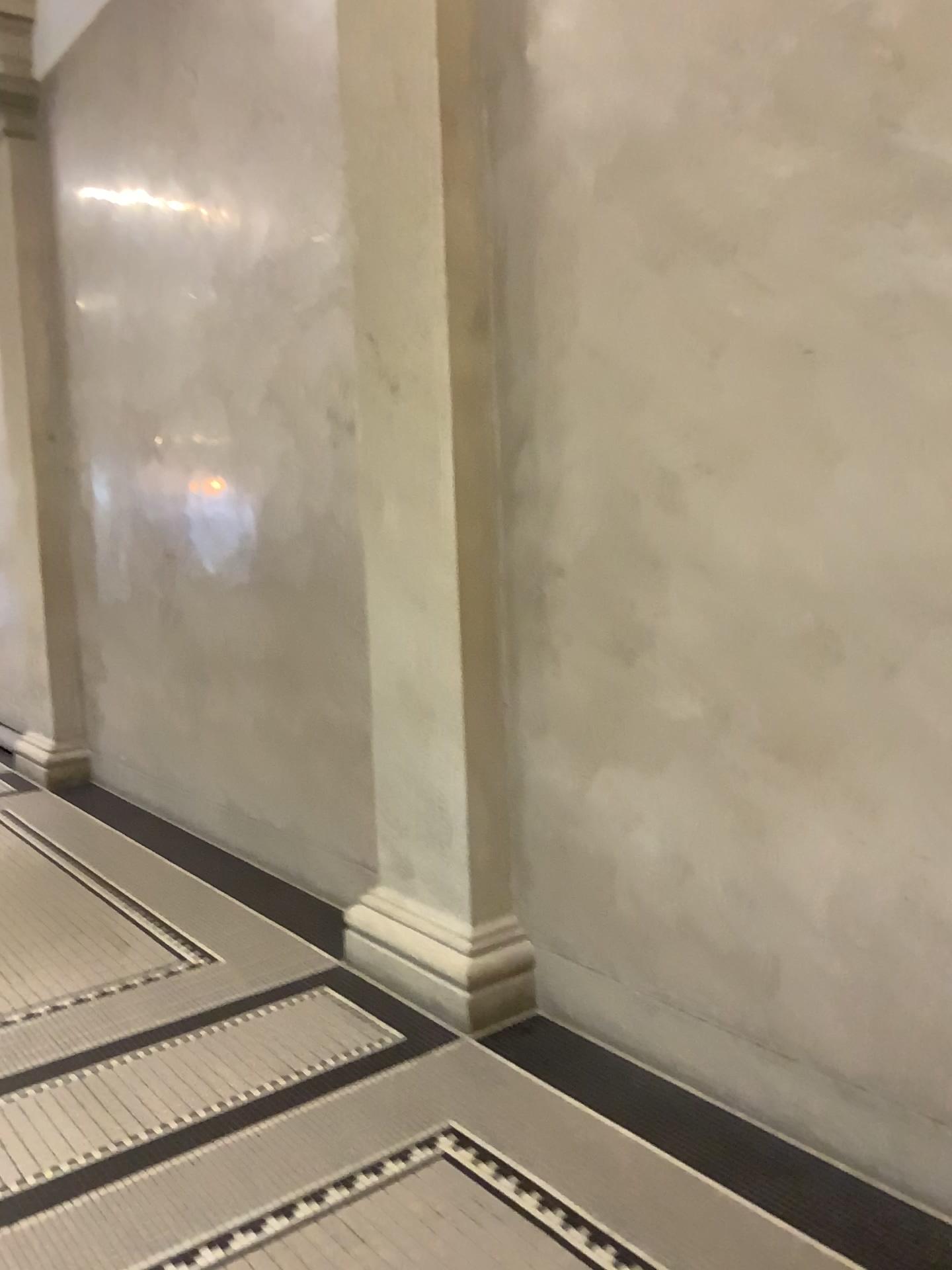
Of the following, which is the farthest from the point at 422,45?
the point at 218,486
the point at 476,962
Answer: the point at 476,962

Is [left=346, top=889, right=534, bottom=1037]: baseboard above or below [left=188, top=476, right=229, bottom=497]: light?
below

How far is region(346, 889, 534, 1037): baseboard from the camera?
3.3 meters

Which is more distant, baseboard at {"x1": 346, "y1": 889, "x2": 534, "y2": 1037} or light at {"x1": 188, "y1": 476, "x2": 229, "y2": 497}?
light at {"x1": 188, "y1": 476, "x2": 229, "y2": 497}

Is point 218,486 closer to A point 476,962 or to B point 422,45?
B point 422,45

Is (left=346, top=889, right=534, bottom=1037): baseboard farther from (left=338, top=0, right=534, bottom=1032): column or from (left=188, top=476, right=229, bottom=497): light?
(left=188, top=476, right=229, bottom=497): light

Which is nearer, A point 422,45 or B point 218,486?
A point 422,45

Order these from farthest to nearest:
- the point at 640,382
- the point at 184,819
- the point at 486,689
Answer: the point at 184,819, the point at 486,689, the point at 640,382

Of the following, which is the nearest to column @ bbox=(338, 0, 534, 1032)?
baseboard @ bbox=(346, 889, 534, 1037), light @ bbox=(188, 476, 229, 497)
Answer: baseboard @ bbox=(346, 889, 534, 1037)
